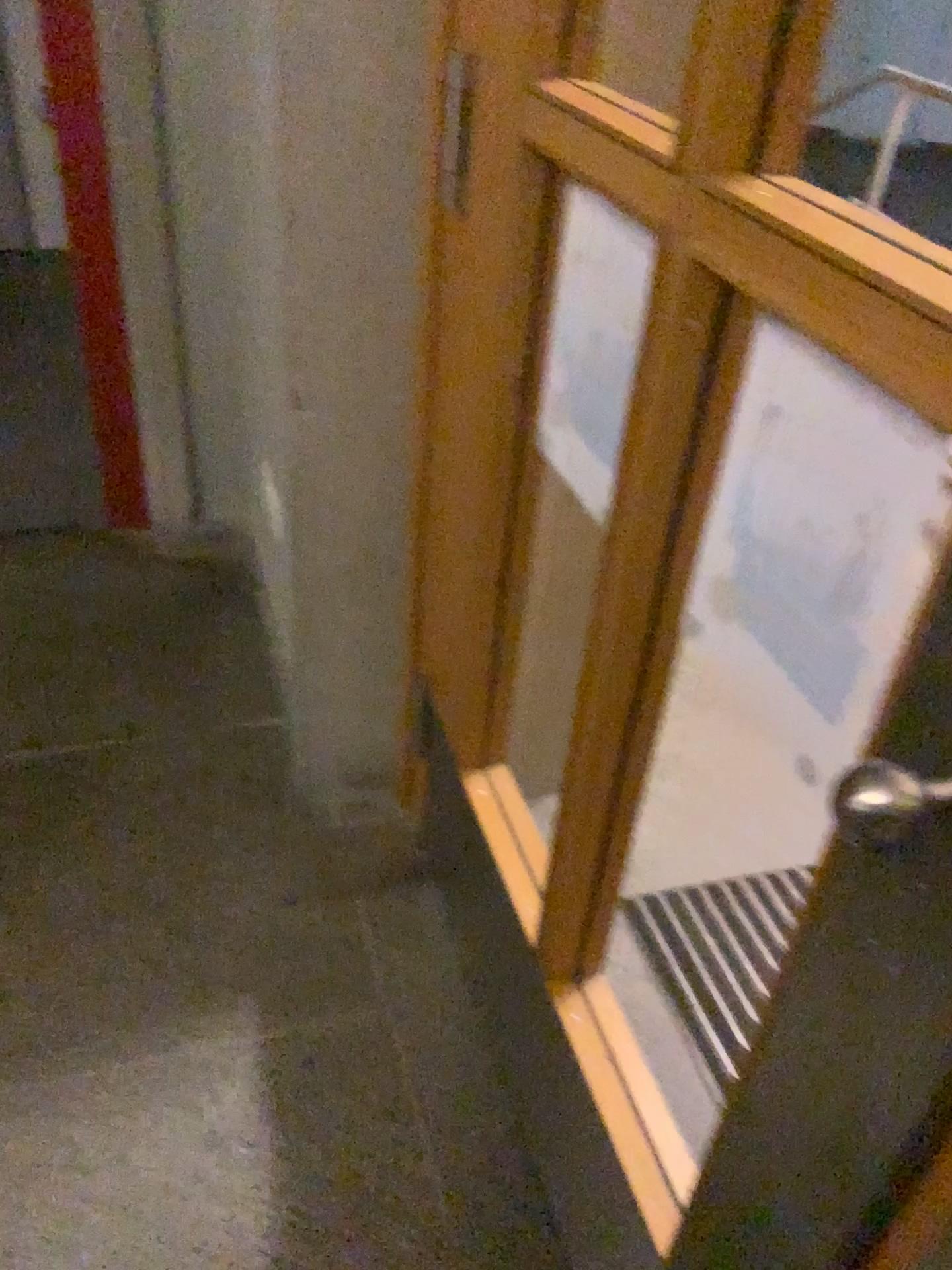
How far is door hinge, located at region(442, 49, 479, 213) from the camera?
1.2 meters

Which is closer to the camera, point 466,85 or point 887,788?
point 887,788

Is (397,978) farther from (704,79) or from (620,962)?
(704,79)

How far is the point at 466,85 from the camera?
1.2m

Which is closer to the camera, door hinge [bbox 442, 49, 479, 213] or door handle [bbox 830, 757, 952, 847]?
door handle [bbox 830, 757, 952, 847]
